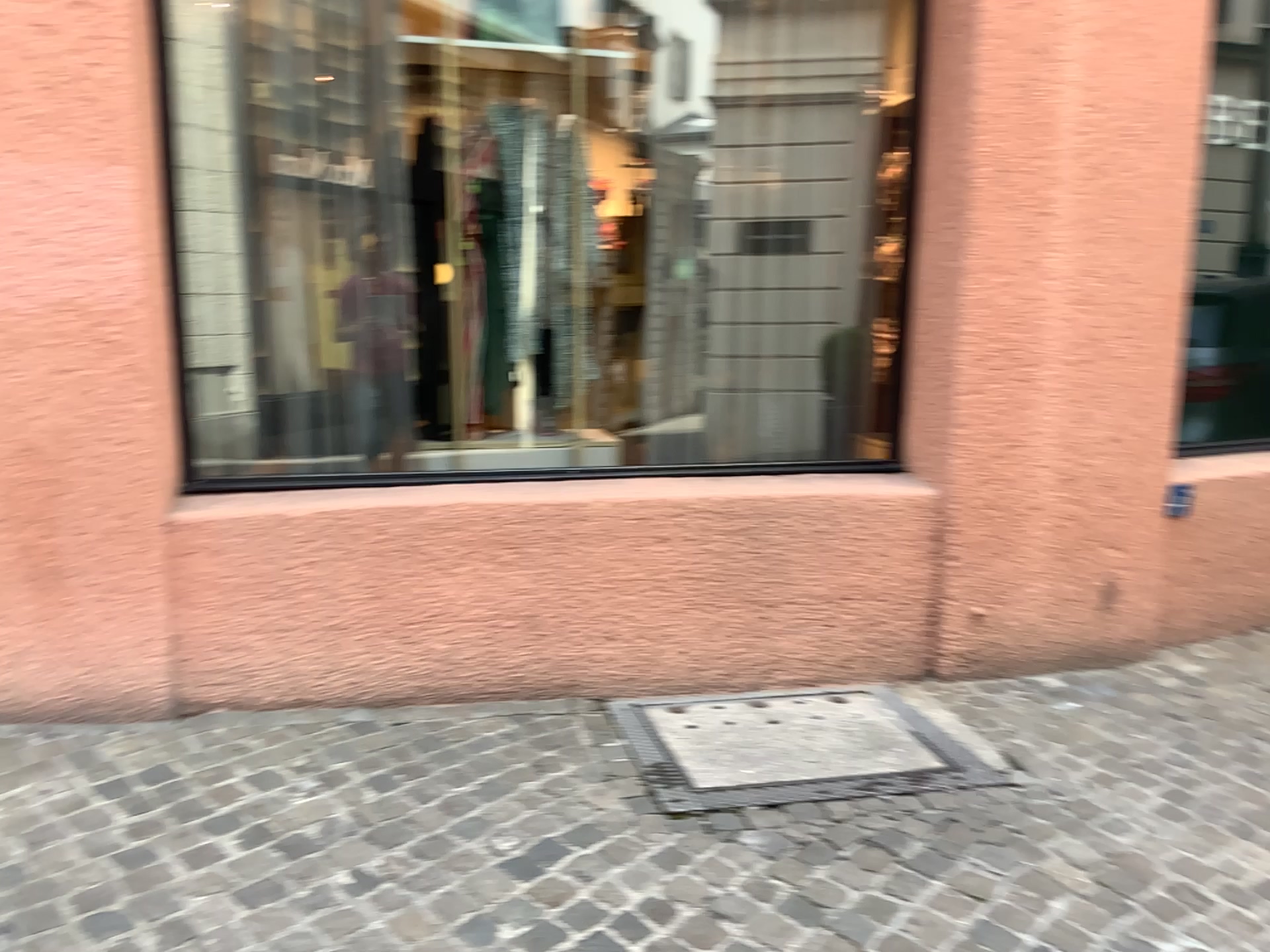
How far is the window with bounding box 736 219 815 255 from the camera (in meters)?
3.70

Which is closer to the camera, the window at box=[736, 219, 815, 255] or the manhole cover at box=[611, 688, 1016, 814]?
the manhole cover at box=[611, 688, 1016, 814]

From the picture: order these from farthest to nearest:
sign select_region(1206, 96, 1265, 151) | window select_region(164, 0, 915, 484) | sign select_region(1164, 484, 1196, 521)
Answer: sign select_region(1206, 96, 1265, 151) → sign select_region(1164, 484, 1196, 521) → window select_region(164, 0, 915, 484)

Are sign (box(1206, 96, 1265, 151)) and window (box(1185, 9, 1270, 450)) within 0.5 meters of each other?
yes

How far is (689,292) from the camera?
3.6m

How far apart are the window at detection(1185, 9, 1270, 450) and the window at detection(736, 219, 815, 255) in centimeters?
155cm

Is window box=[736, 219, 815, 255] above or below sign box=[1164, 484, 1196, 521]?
above

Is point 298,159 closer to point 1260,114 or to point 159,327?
point 159,327

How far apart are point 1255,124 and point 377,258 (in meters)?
3.28

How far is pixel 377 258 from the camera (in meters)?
3.41
